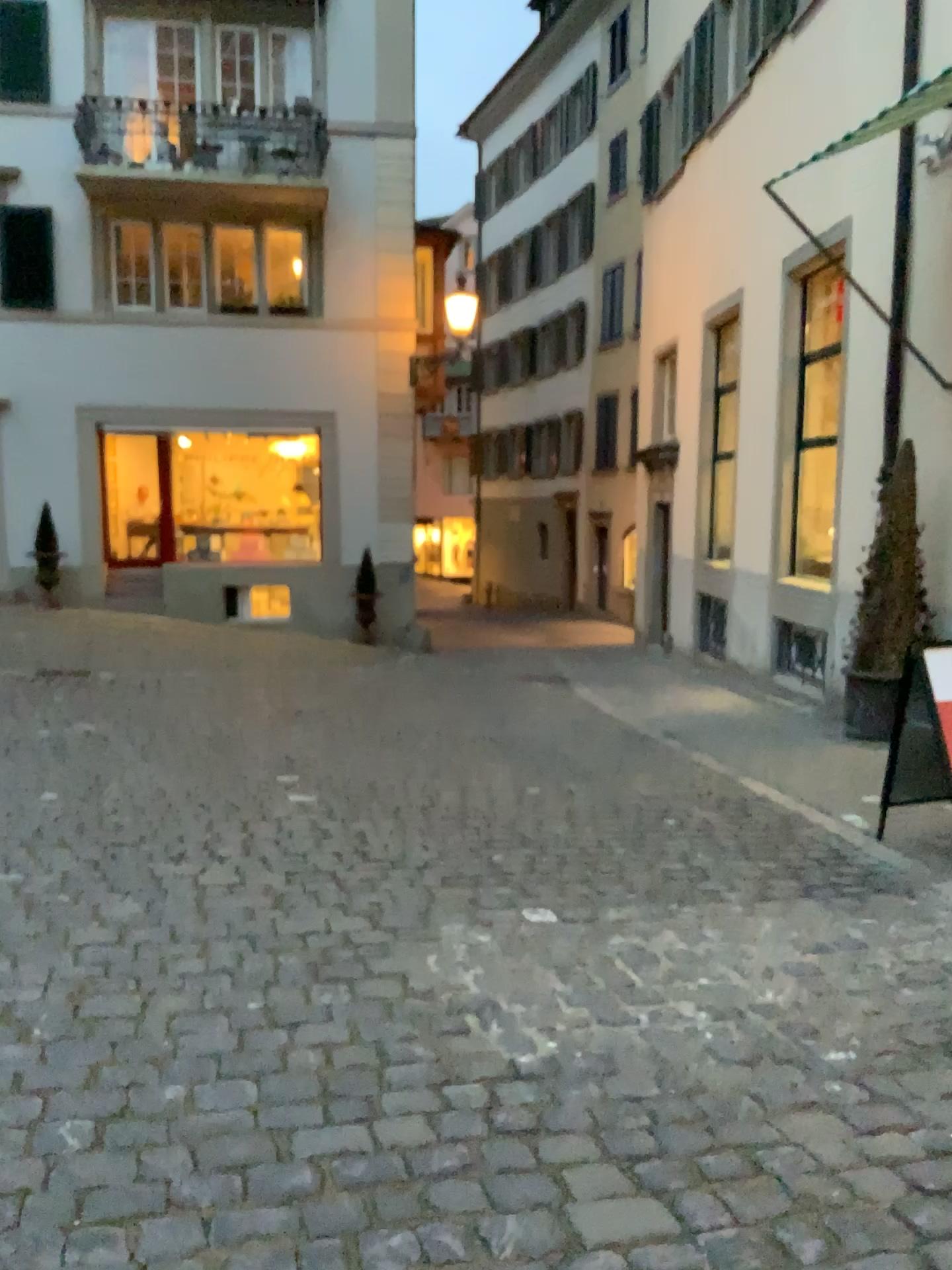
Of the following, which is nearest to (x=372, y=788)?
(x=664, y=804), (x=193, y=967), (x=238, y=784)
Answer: (x=238, y=784)
